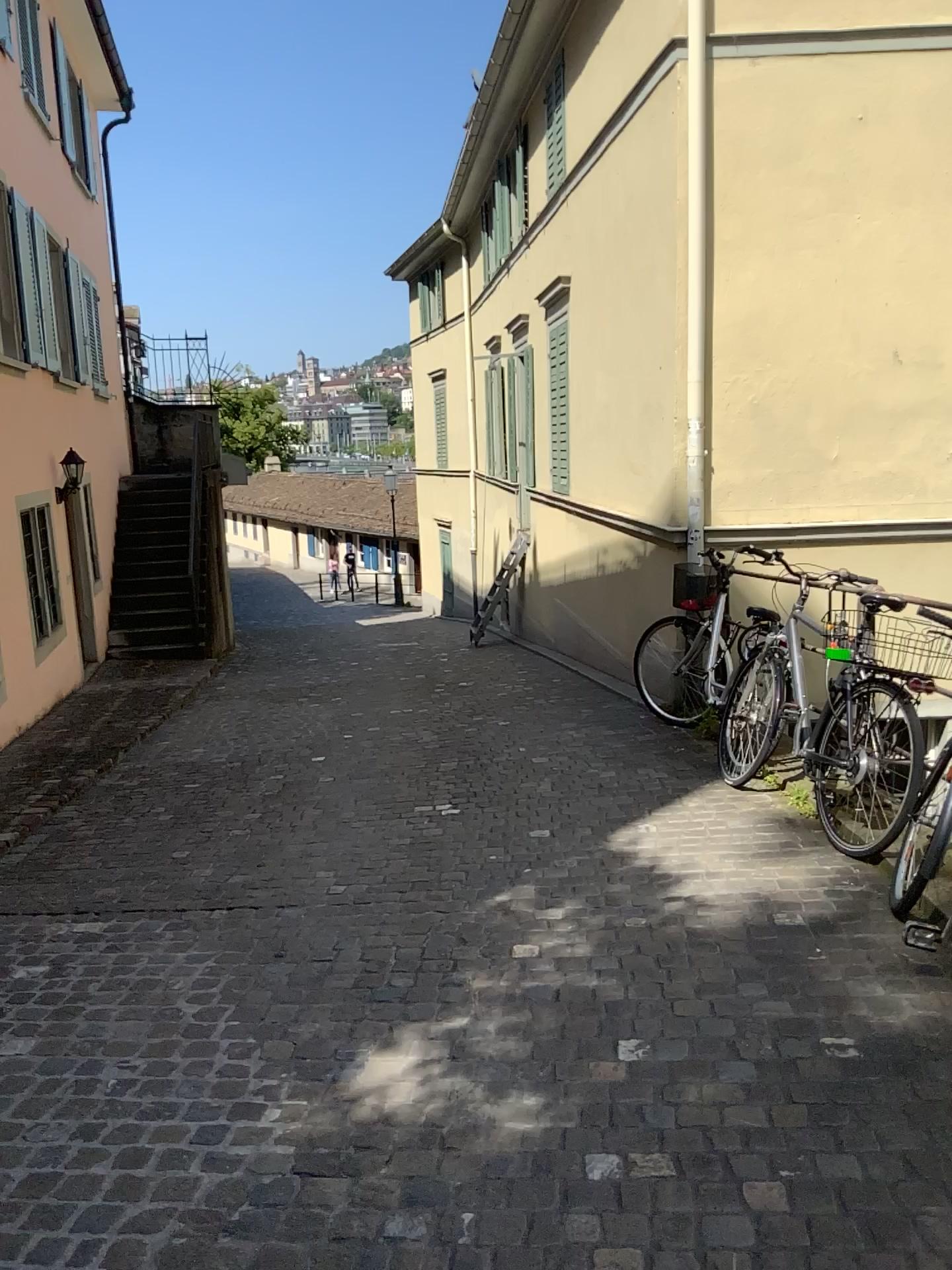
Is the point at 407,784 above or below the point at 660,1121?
below
